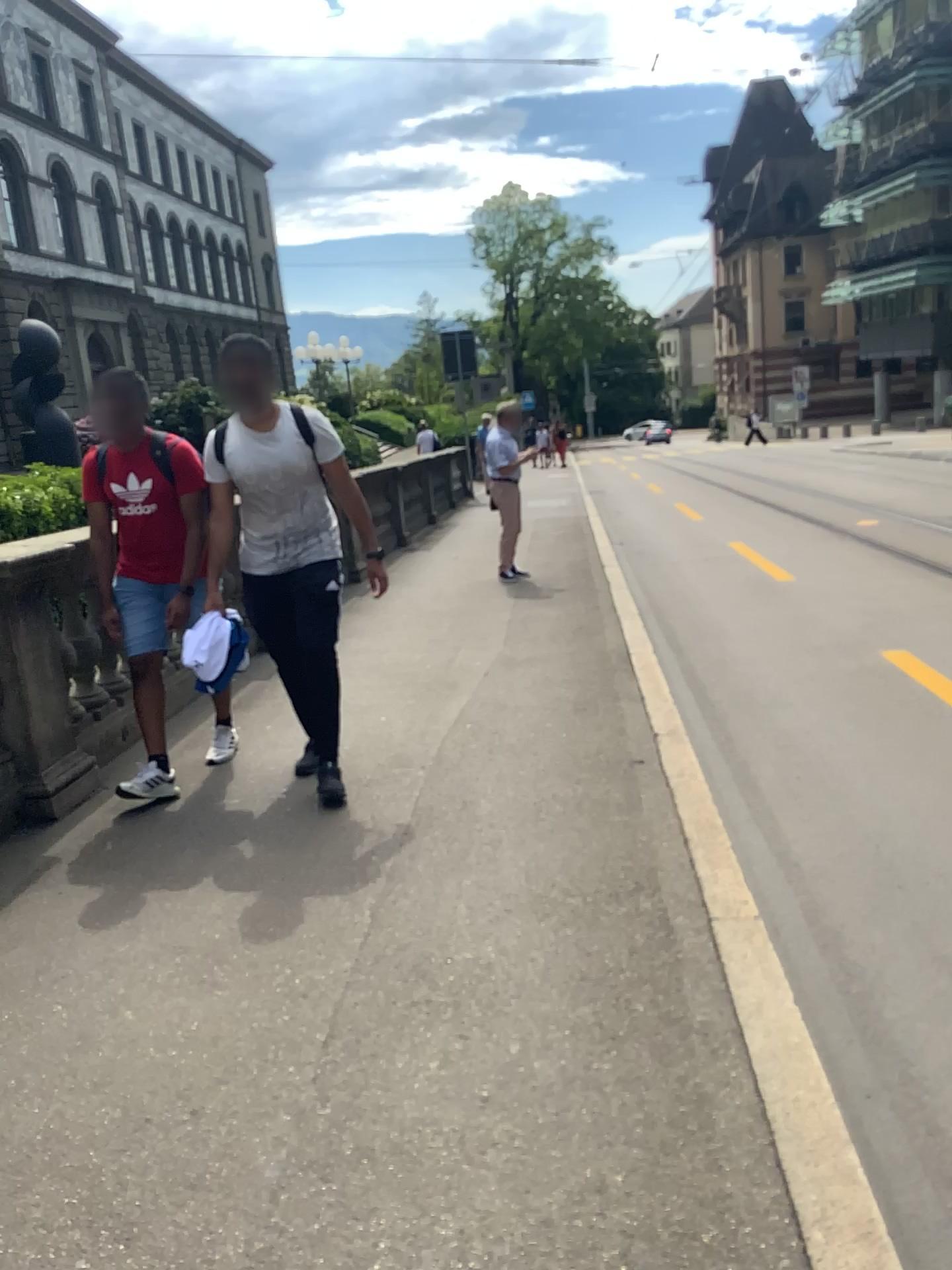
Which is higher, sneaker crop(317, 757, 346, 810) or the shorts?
the shorts

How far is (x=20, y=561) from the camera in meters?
4.1

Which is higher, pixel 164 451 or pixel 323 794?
pixel 164 451

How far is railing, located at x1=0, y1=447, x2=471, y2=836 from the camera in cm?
409

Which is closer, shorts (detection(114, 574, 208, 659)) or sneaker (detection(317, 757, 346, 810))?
sneaker (detection(317, 757, 346, 810))

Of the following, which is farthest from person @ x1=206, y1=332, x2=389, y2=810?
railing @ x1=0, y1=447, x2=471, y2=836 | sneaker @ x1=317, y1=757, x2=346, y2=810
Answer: railing @ x1=0, y1=447, x2=471, y2=836

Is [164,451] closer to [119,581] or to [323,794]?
[119,581]

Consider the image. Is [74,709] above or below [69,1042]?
above

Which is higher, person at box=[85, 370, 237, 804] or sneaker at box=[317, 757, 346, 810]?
person at box=[85, 370, 237, 804]

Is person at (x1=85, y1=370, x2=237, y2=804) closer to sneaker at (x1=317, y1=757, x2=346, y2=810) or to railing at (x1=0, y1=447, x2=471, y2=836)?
railing at (x1=0, y1=447, x2=471, y2=836)
